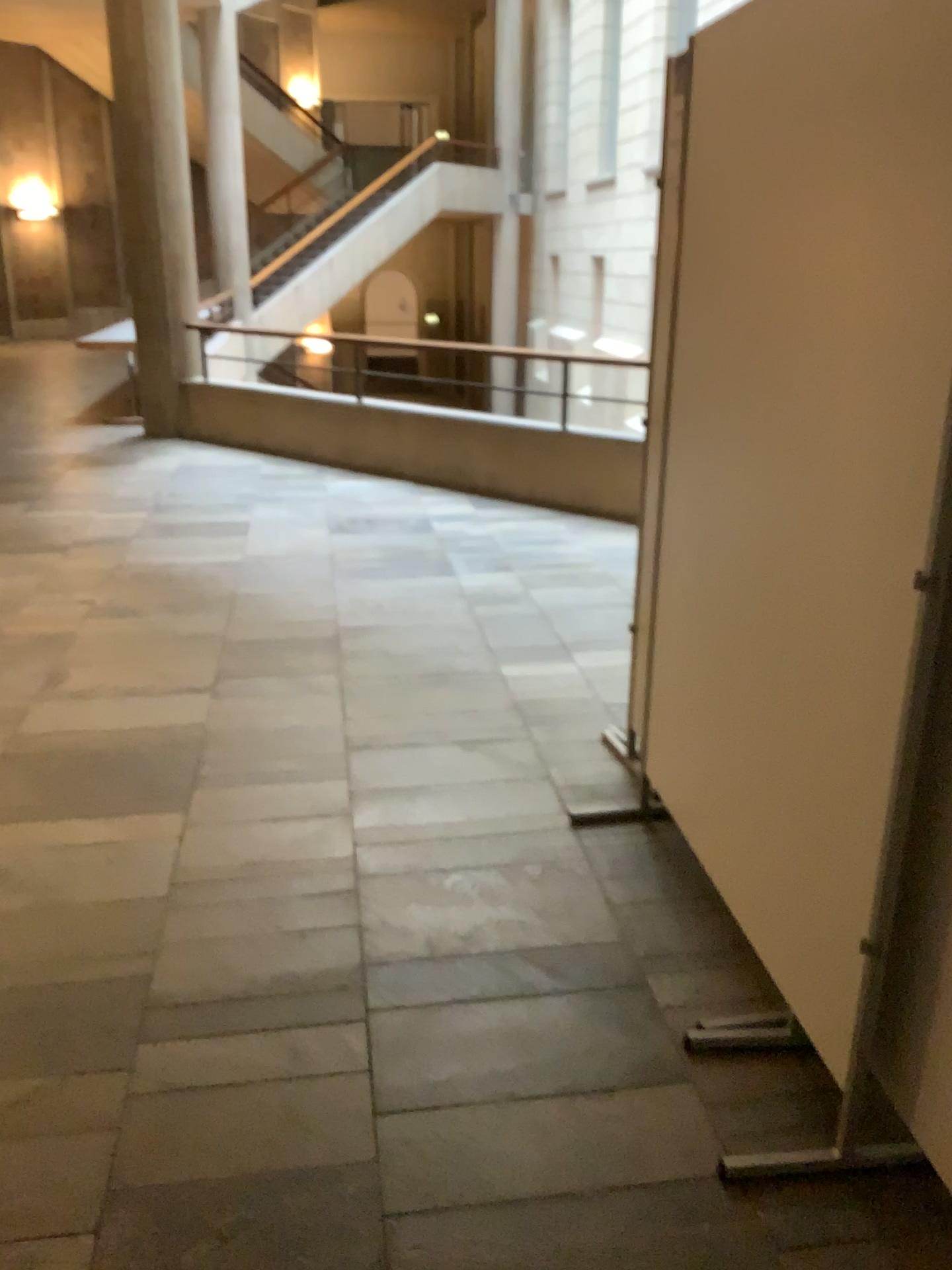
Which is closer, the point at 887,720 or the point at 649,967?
the point at 887,720
